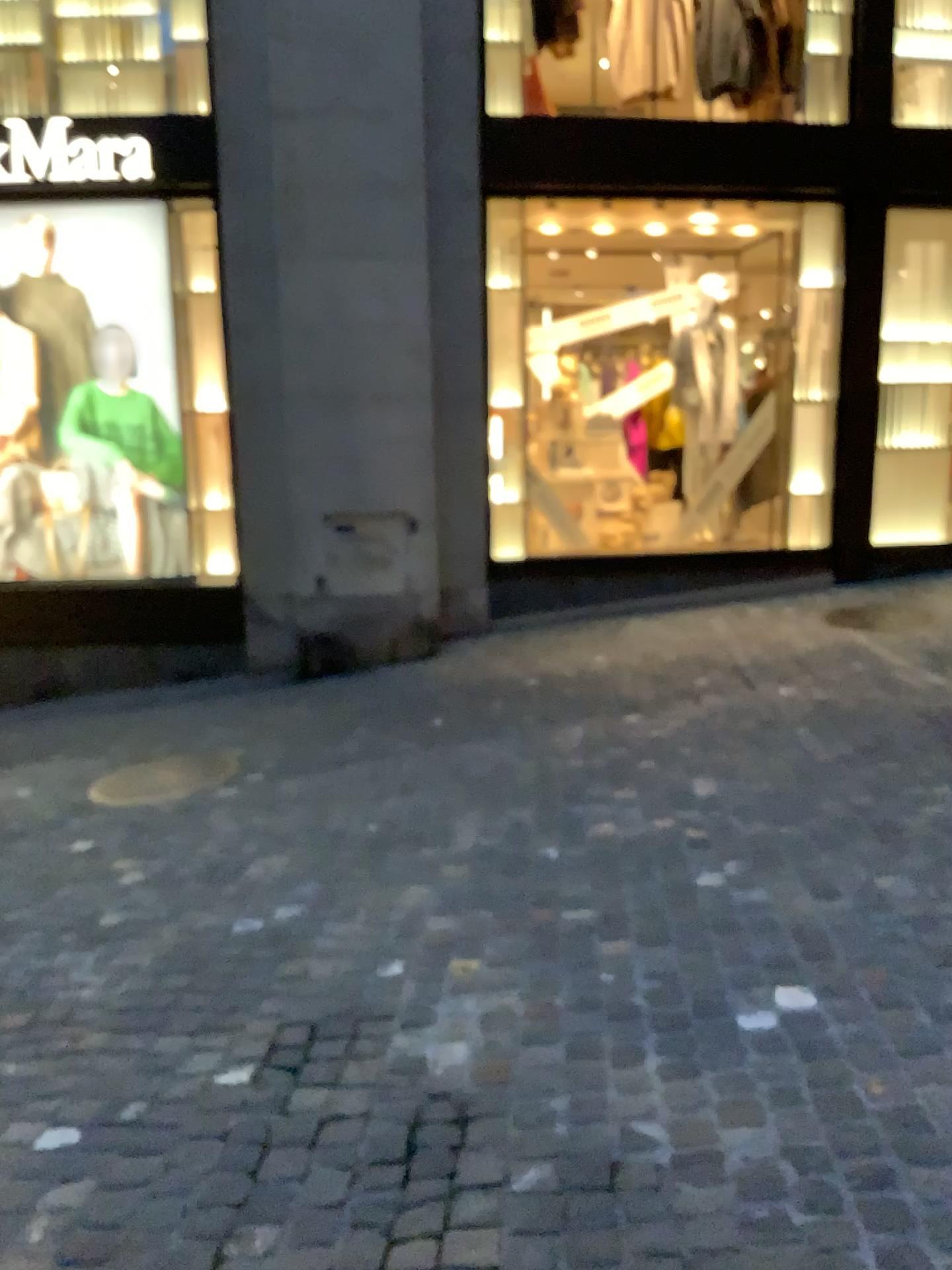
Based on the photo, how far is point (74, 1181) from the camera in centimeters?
217cm
